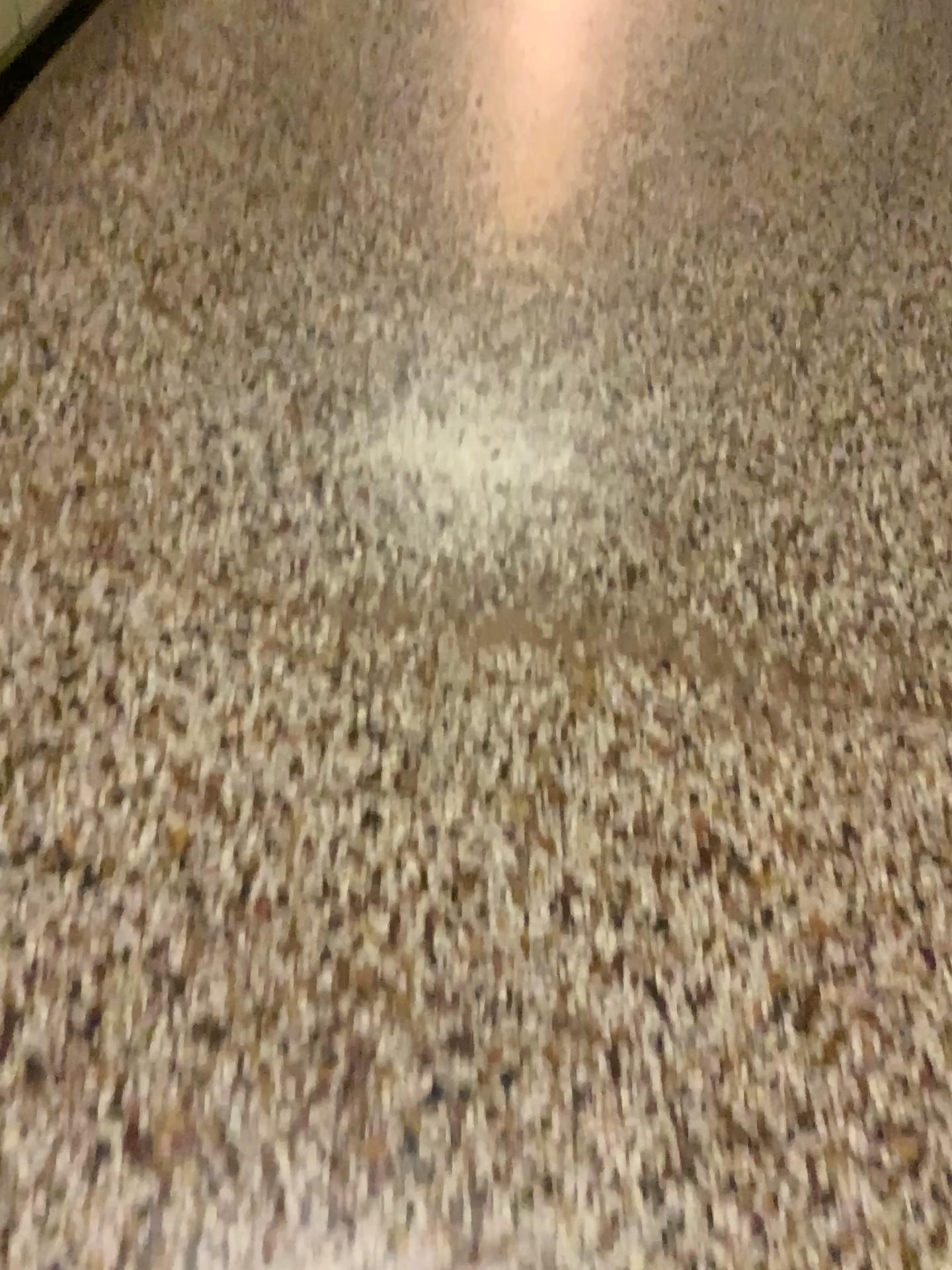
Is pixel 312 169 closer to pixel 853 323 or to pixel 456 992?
pixel 853 323
